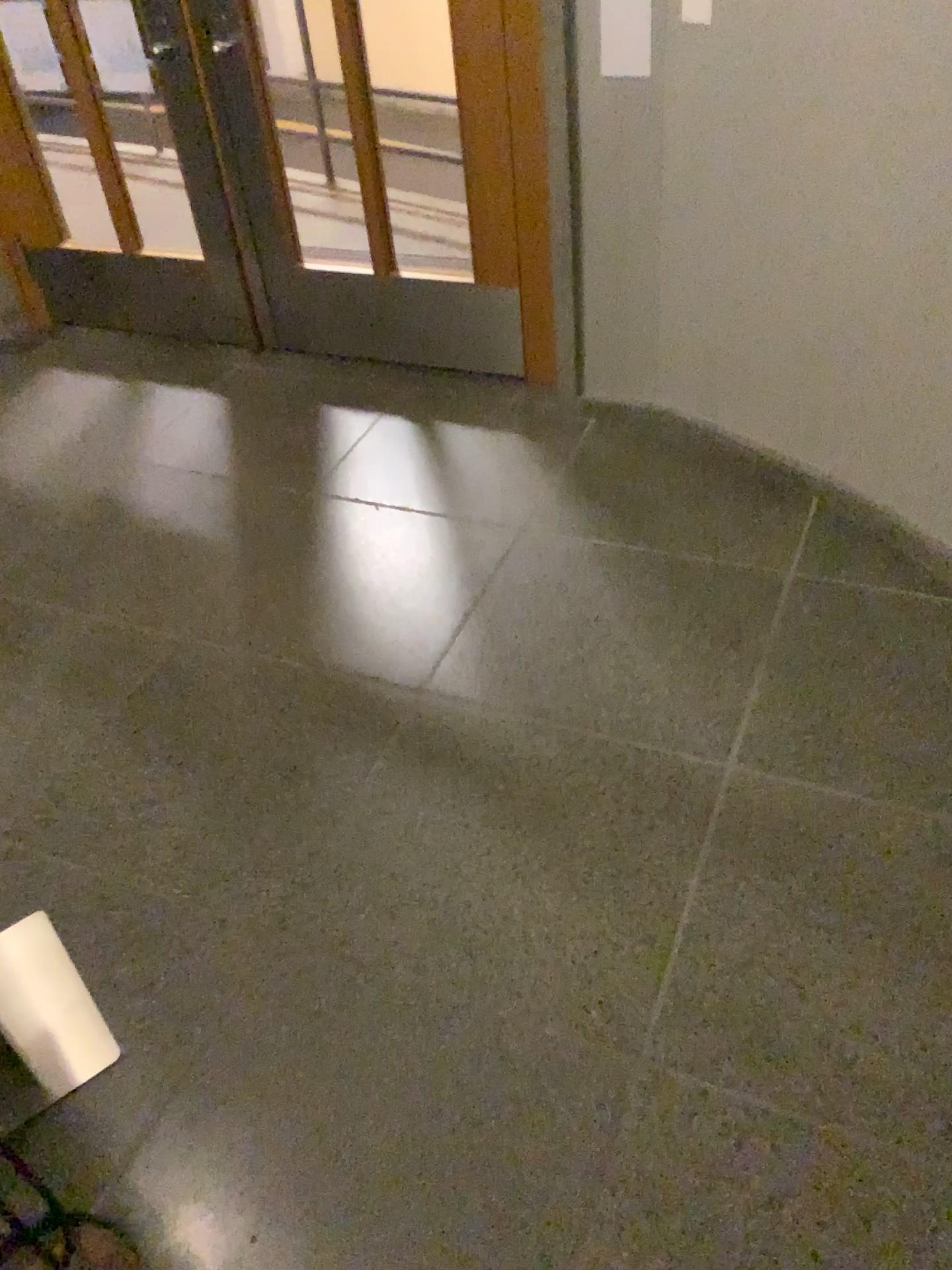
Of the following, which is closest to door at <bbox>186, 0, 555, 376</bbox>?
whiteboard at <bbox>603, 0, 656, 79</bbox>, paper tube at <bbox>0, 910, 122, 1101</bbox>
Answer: whiteboard at <bbox>603, 0, 656, 79</bbox>

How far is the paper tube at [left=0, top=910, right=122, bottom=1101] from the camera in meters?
1.8

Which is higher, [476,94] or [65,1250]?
[476,94]

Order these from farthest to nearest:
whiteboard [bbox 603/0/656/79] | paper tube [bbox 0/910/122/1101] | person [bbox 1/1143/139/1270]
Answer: whiteboard [bbox 603/0/656/79] < paper tube [bbox 0/910/122/1101] < person [bbox 1/1143/139/1270]

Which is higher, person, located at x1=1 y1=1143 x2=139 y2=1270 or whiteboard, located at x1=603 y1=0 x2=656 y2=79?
whiteboard, located at x1=603 y1=0 x2=656 y2=79

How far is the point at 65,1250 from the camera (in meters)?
1.36

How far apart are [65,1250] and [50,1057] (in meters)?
0.51

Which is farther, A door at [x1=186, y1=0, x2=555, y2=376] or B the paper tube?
A door at [x1=186, y1=0, x2=555, y2=376]

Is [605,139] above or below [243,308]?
above

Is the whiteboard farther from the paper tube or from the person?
the person
